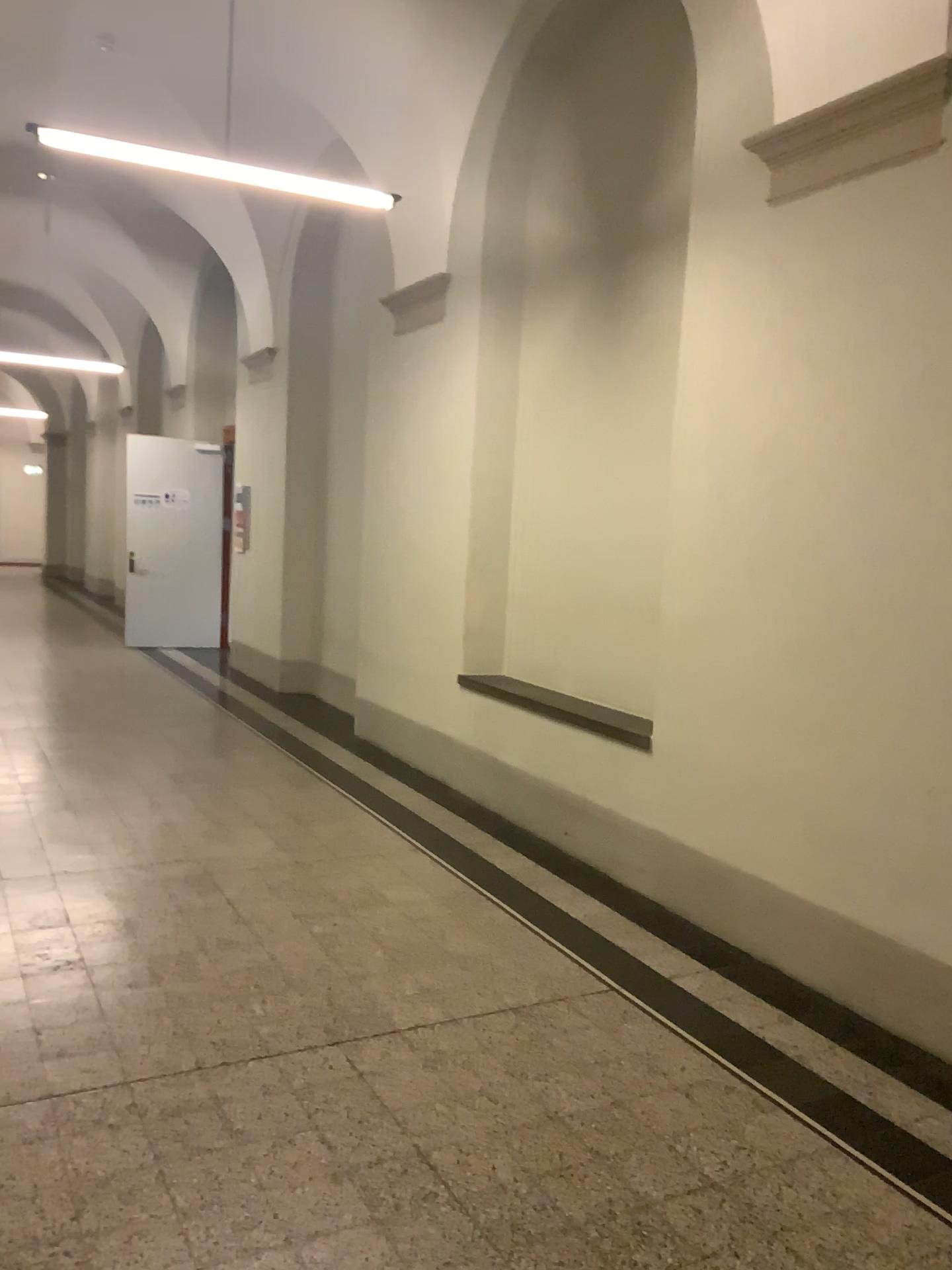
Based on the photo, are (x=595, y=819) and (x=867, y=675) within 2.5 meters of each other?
yes
